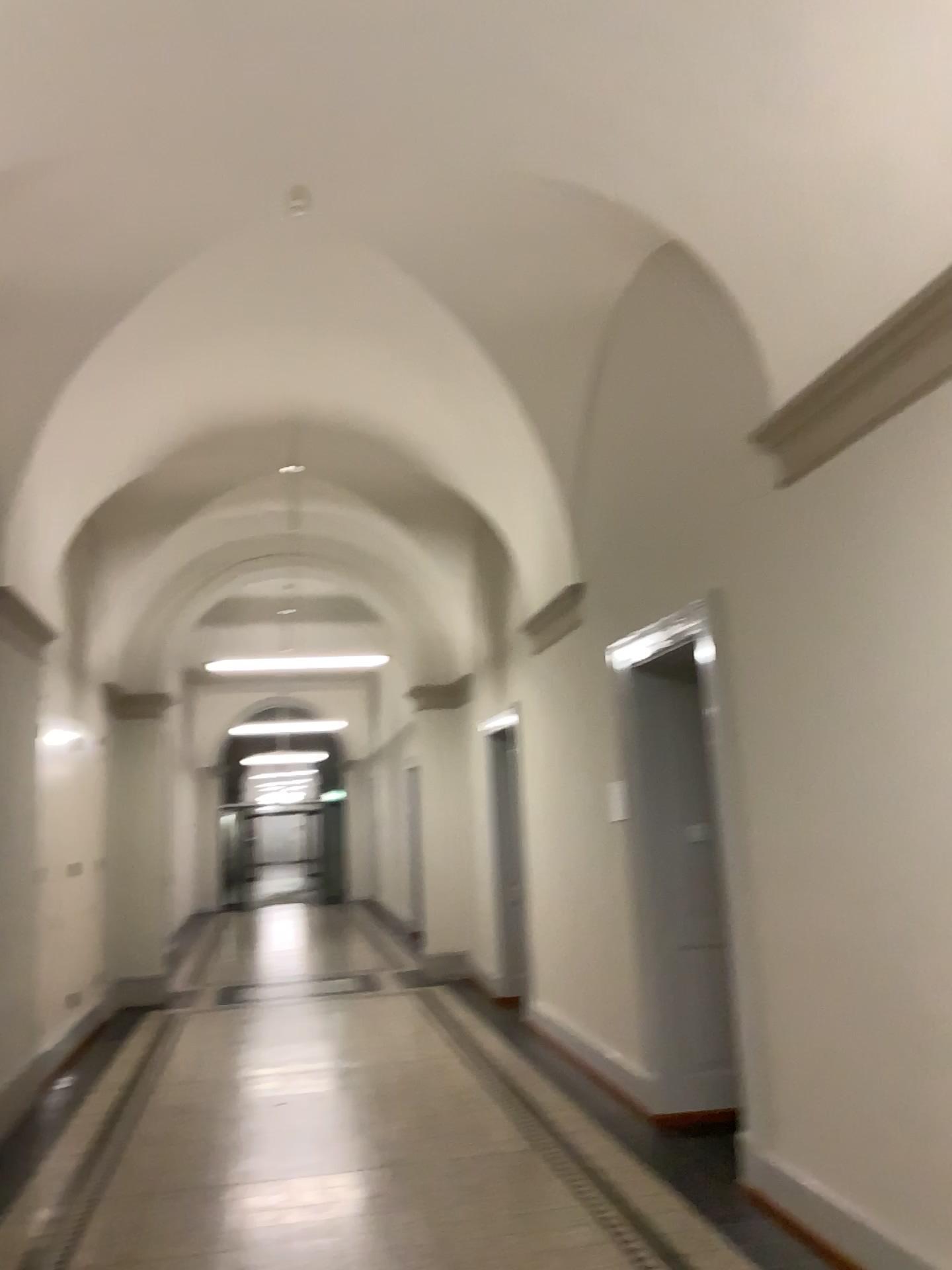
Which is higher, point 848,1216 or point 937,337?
point 937,337

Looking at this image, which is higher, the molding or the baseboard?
the molding

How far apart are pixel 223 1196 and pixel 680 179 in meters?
4.5 m
